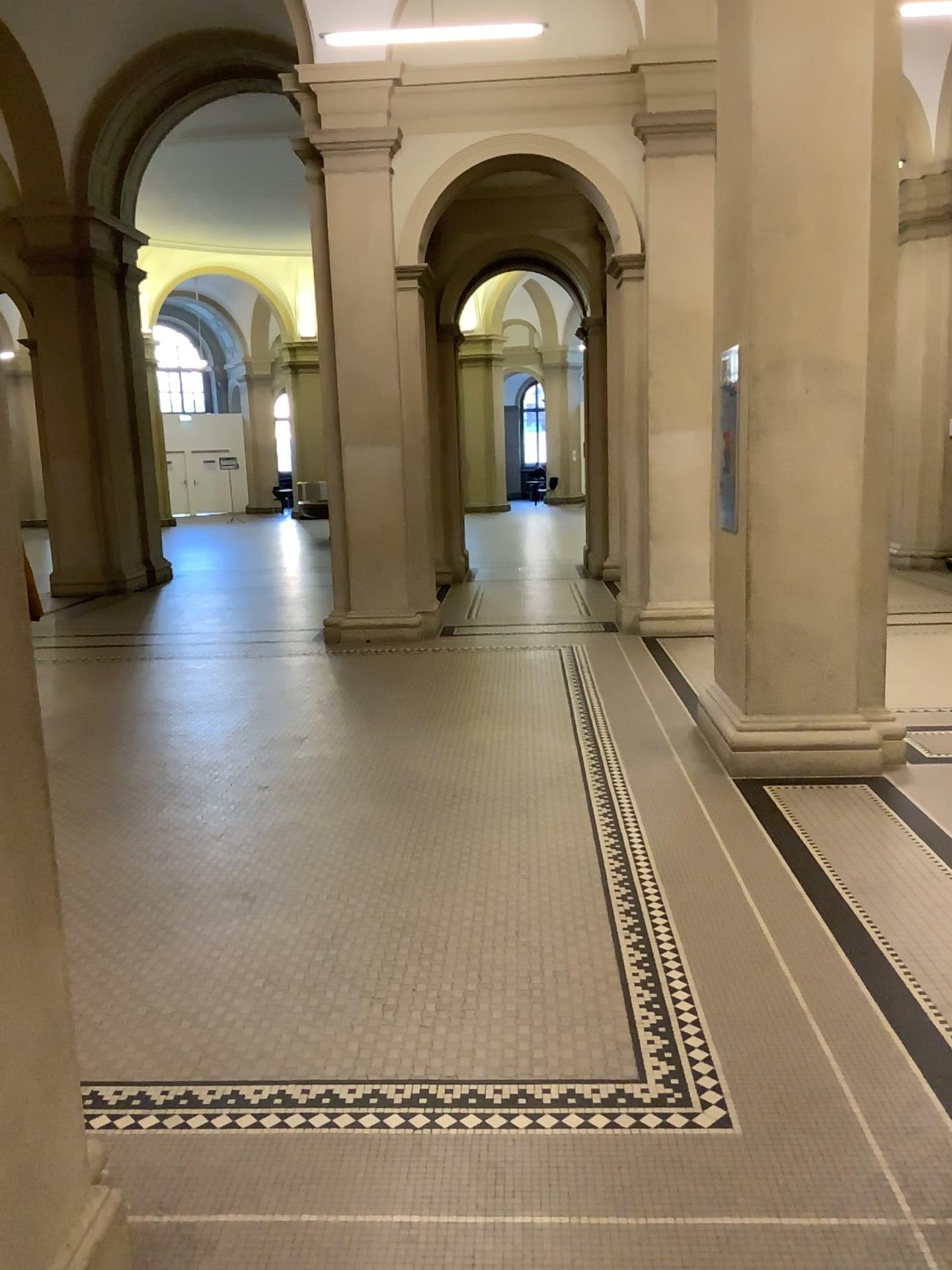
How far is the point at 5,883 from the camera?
1.74m

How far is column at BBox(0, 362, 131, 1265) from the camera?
1.74m

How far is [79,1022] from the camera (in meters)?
3.04
